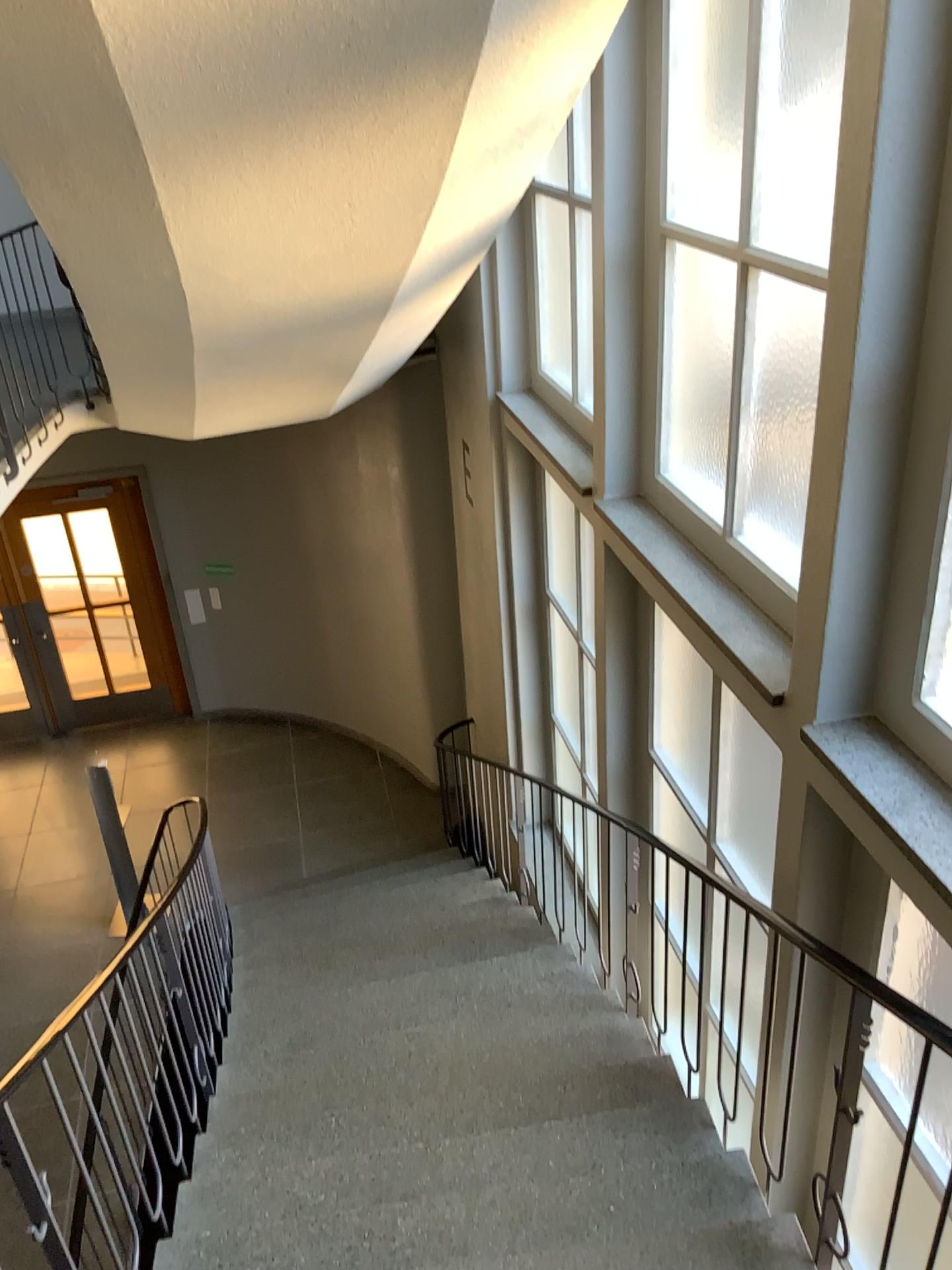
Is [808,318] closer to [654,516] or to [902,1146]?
[654,516]
